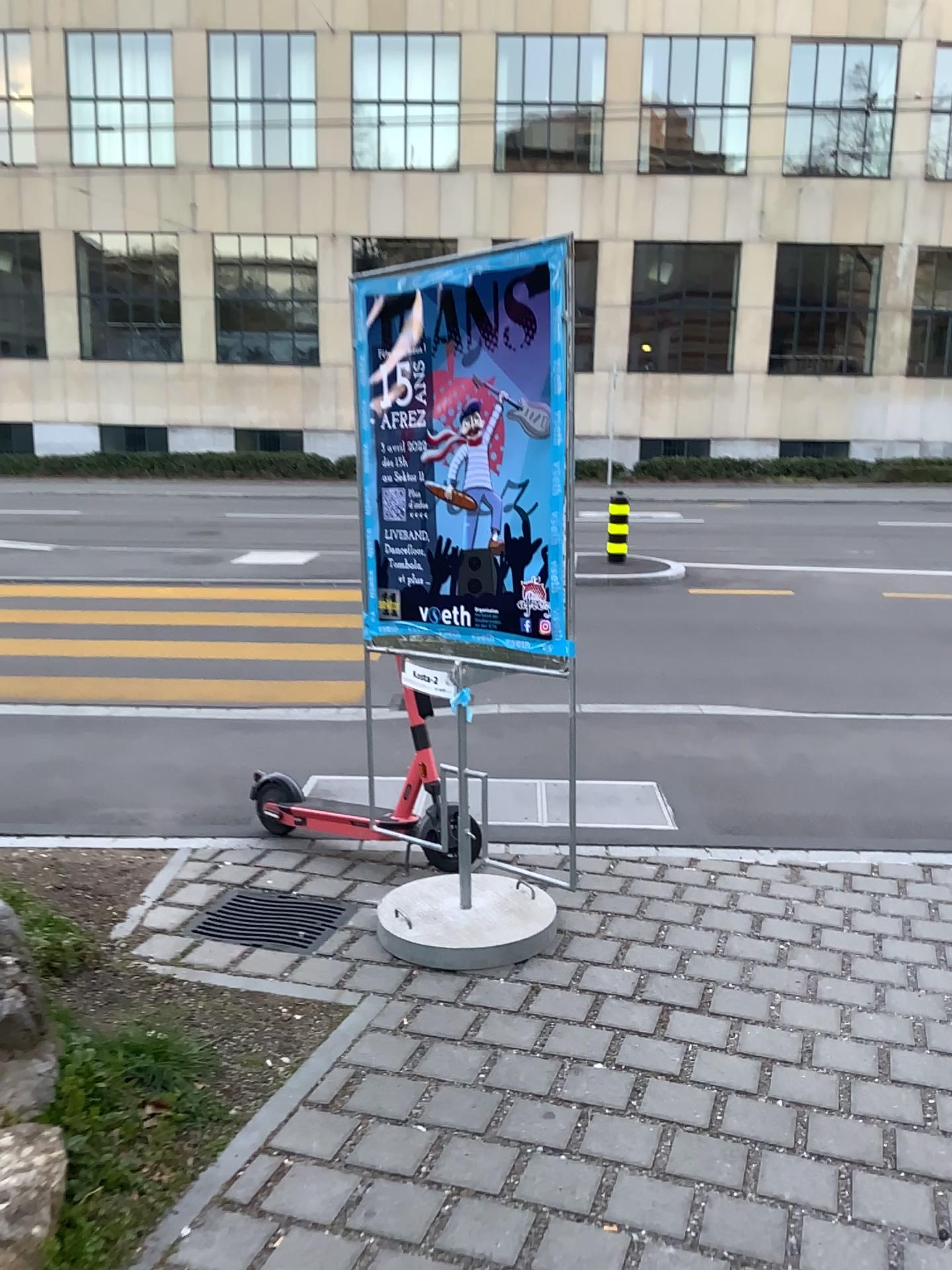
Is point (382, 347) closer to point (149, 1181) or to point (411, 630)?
point (411, 630)

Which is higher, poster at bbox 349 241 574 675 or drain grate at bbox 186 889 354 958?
poster at bbox 349 241 574 675

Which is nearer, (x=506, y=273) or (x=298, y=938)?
(x=506, y=273)

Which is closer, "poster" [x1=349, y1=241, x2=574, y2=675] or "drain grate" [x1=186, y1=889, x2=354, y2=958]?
"poster" [x1=349, y1=241, x2=574, y2=675]

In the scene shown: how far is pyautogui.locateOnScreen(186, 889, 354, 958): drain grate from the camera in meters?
3.6 m

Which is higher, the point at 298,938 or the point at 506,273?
the point at 506,273

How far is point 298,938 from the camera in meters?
3.6
